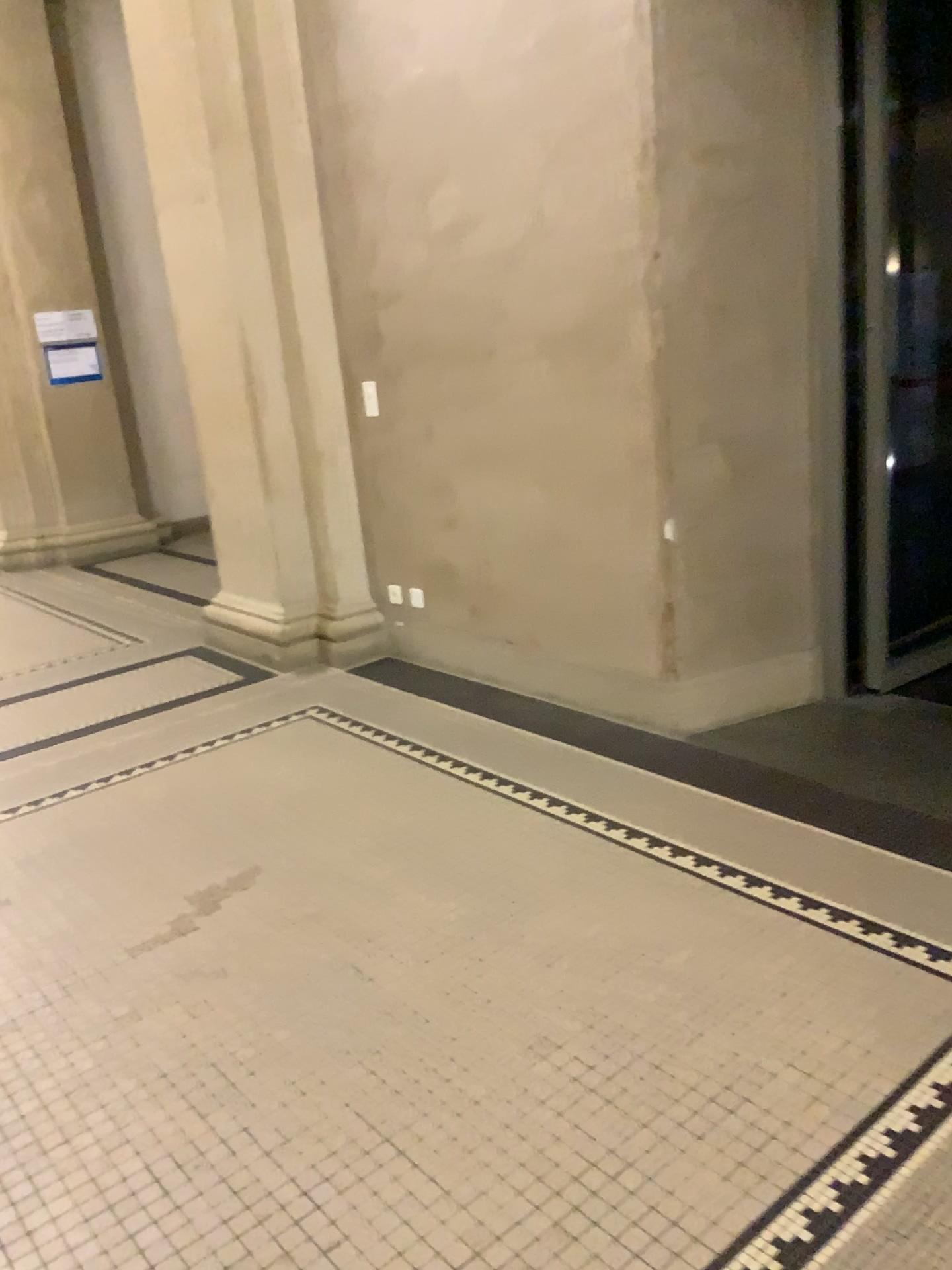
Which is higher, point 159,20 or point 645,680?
point 159,20

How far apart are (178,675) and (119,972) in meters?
2.4

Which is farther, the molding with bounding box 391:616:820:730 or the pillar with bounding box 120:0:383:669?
the pillar with bounding box 120:0:383:669

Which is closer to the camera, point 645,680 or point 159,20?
point 645,680
